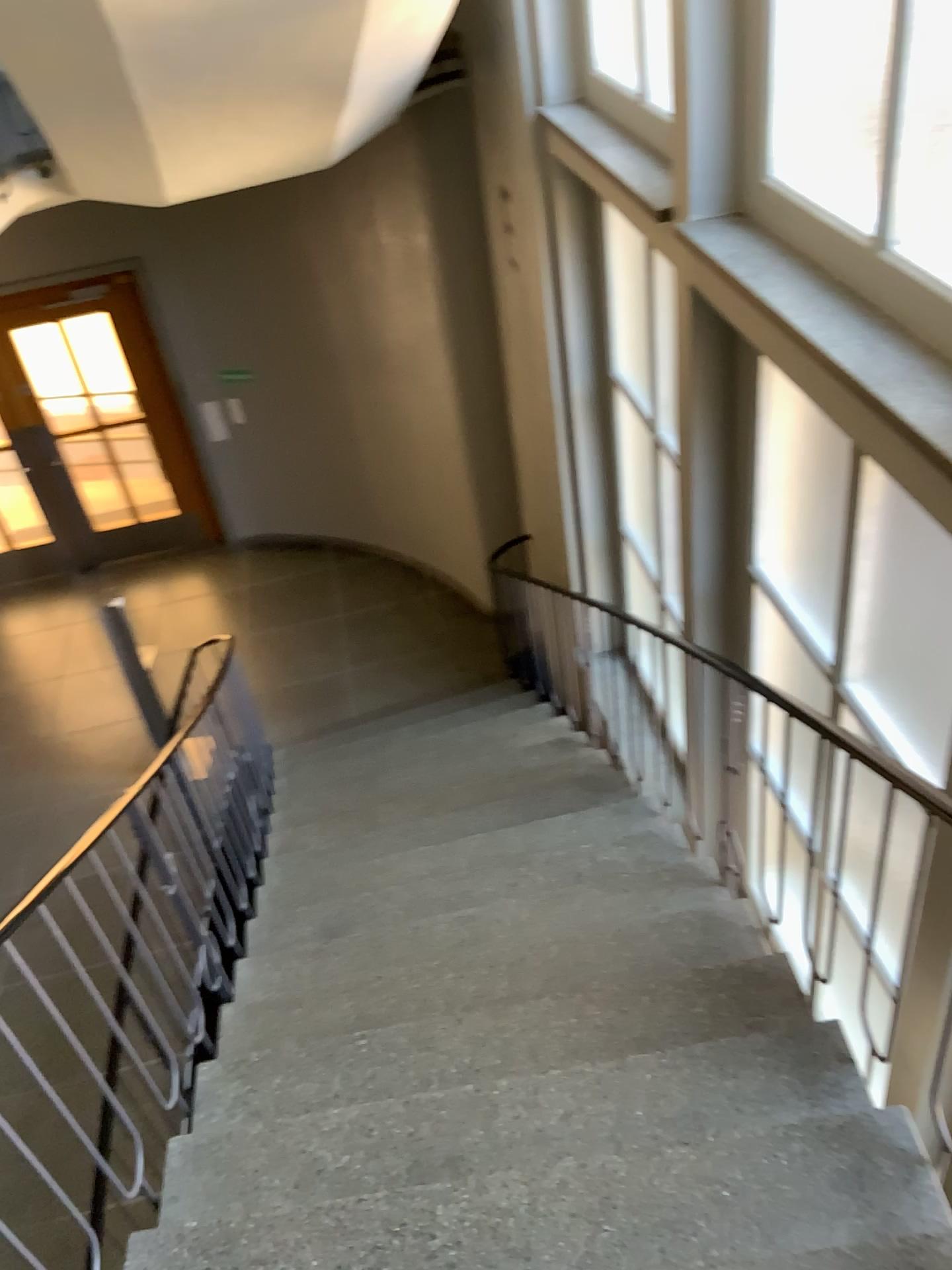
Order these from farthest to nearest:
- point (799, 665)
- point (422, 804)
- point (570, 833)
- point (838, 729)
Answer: point (422, 804)
point (570, 833)
point (799, 665)
point (838, 729)
